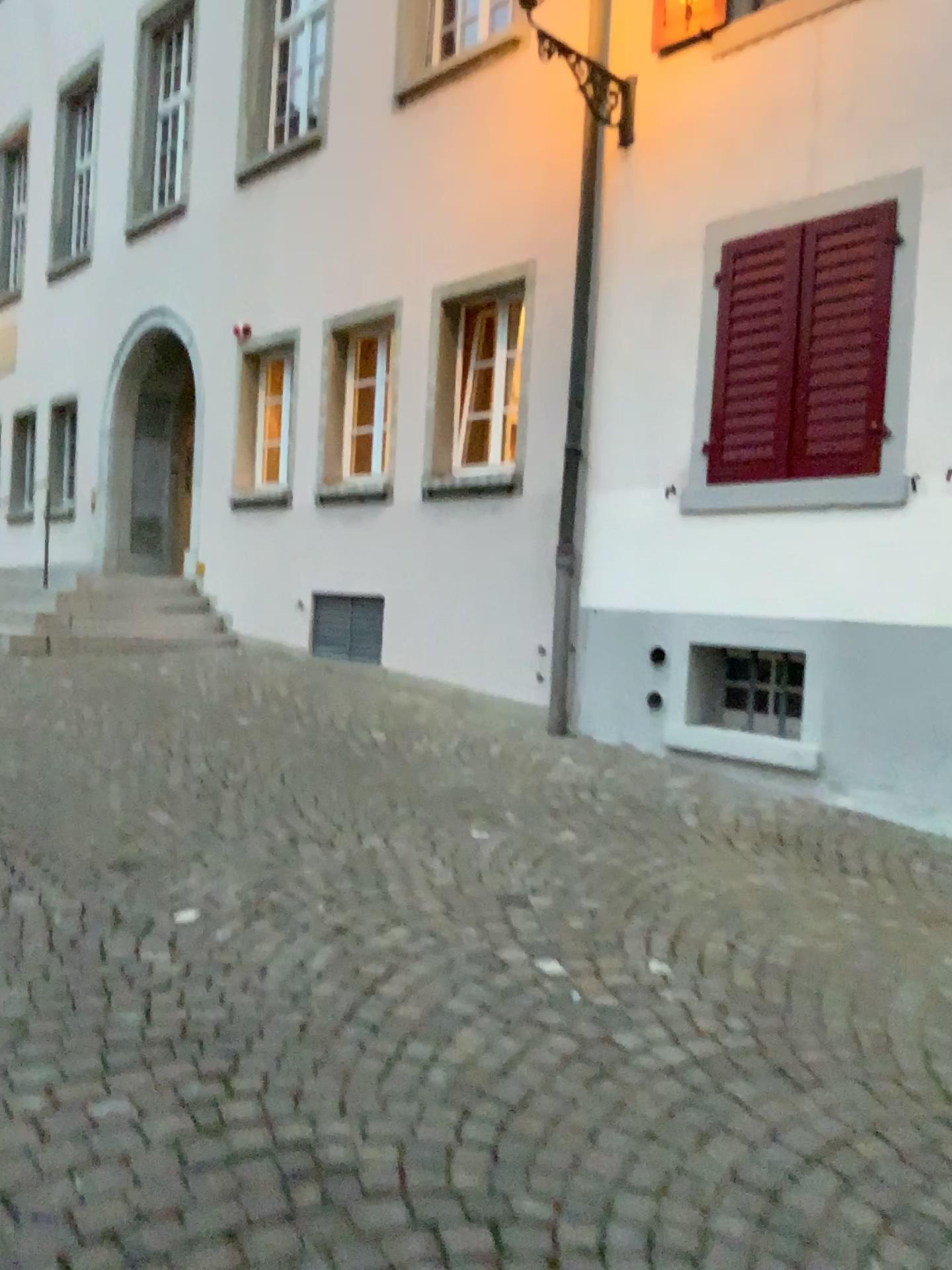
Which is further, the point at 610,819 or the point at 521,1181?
the point at 610,819
